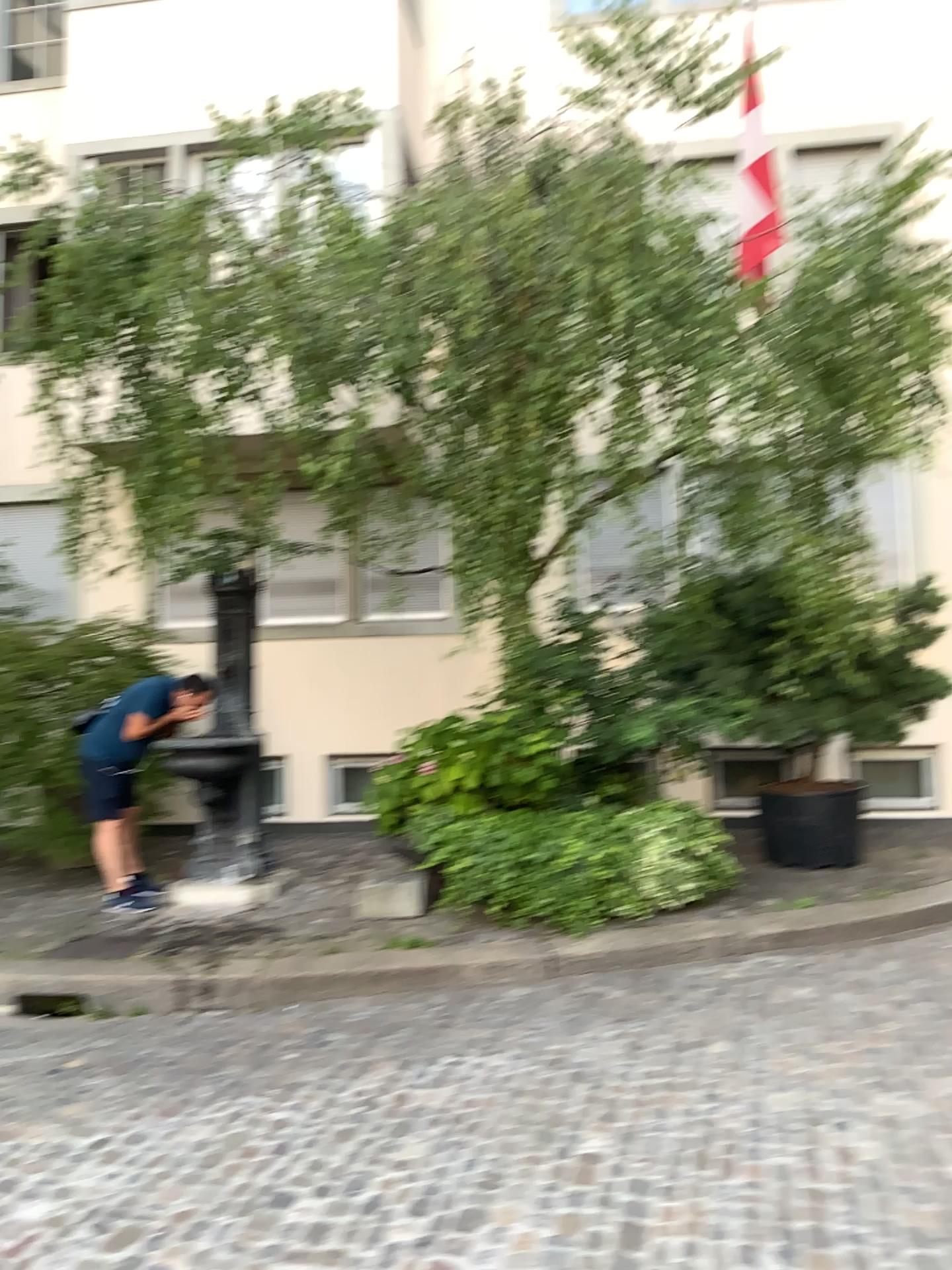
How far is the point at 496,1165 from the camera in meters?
3.2
